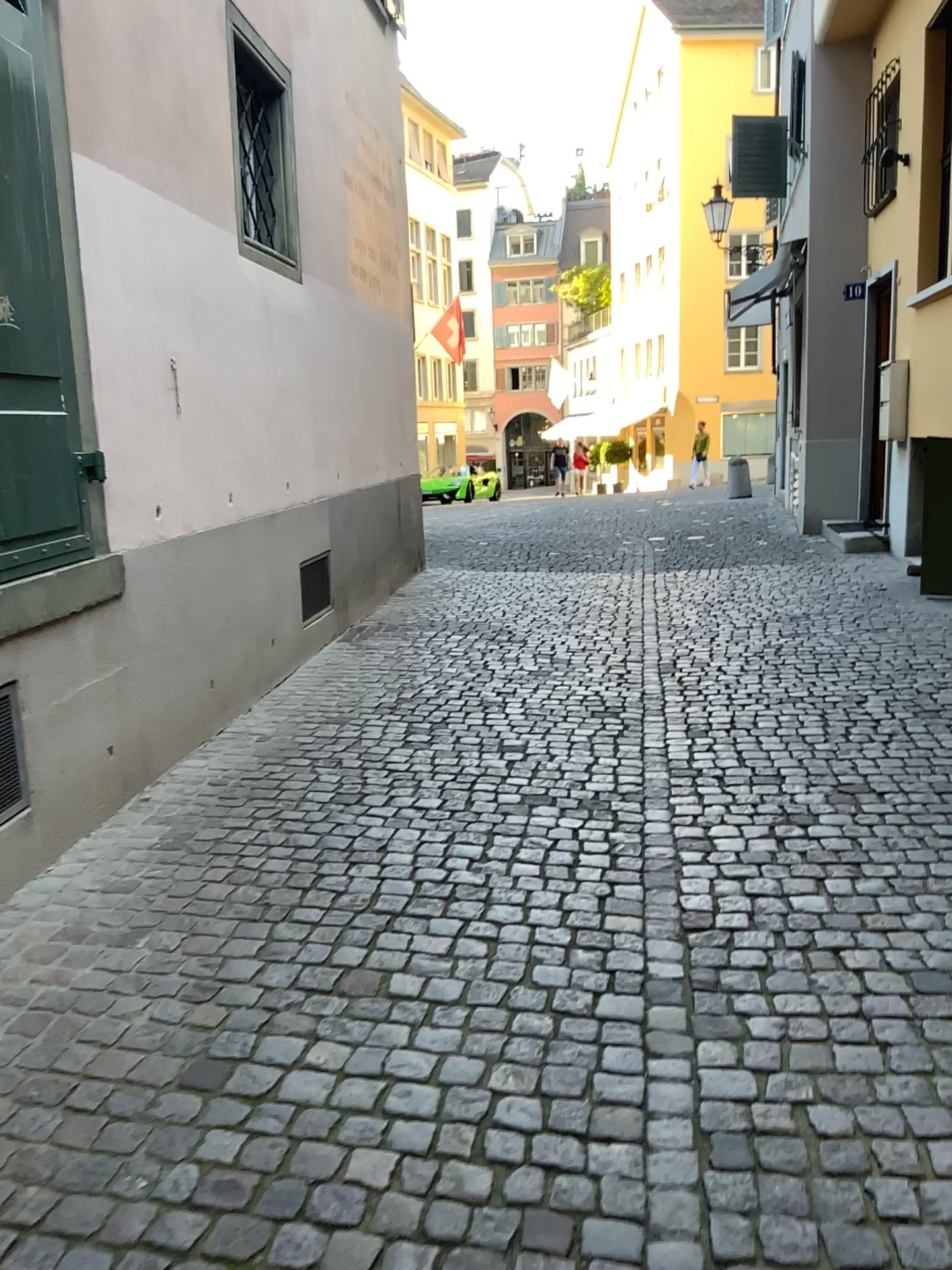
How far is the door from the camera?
3.00m

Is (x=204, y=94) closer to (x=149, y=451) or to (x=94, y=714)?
(x=149, y=451)

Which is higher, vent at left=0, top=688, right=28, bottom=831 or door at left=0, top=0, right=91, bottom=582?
door at left=0, top=0, right=91, bottom=582

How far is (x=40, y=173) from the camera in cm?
300

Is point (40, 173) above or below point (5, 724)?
above
